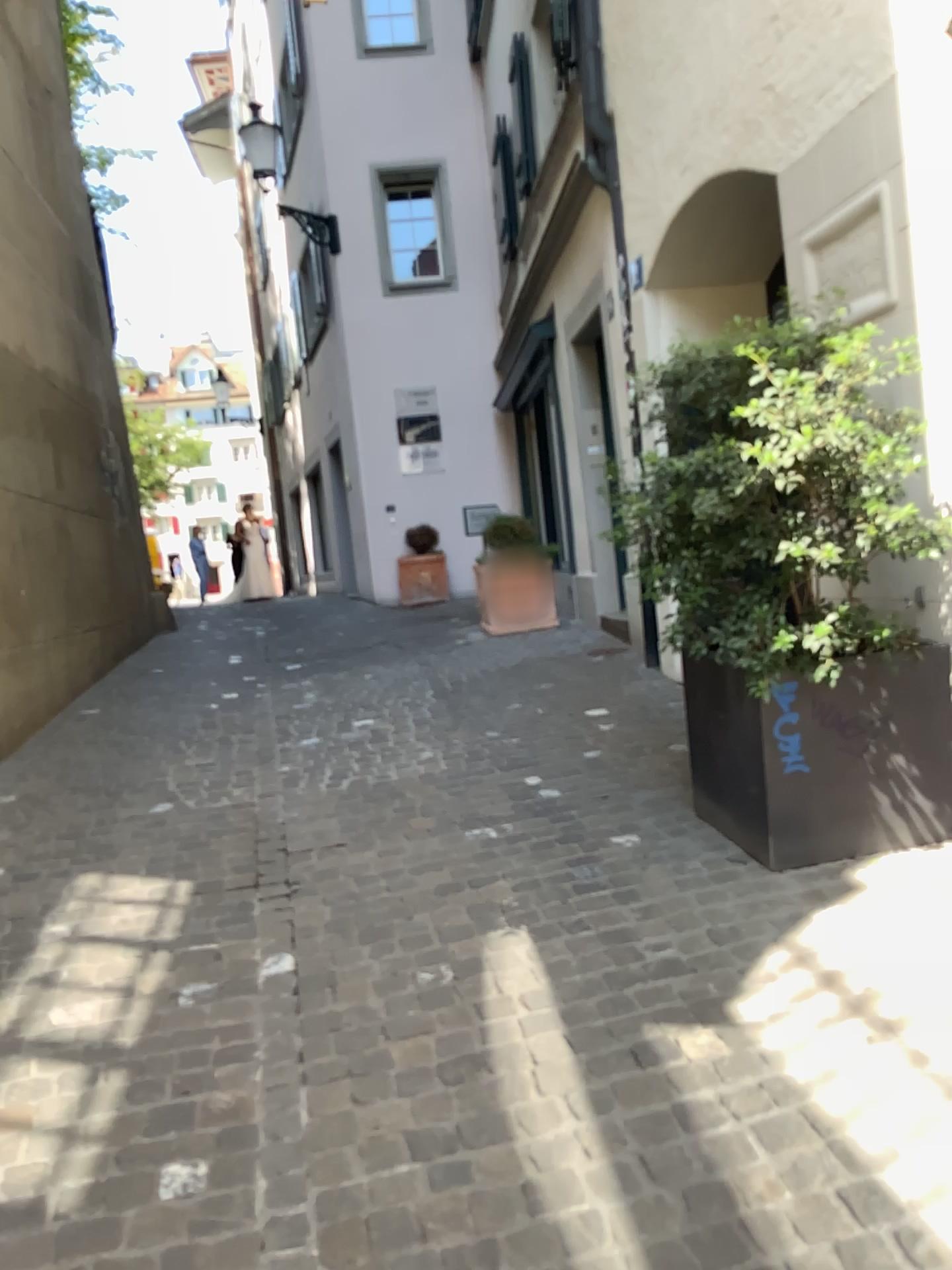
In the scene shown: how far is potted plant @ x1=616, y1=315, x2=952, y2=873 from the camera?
2.82m

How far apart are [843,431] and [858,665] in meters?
0.7 m

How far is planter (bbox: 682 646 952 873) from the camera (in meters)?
3.05

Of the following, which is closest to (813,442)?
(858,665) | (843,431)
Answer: (843,431)

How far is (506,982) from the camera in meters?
2.6

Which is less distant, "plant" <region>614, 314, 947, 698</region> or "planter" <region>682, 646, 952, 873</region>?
"plant" <region>614, 314, 947, 698</region>

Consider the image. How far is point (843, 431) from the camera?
2.8 meters
